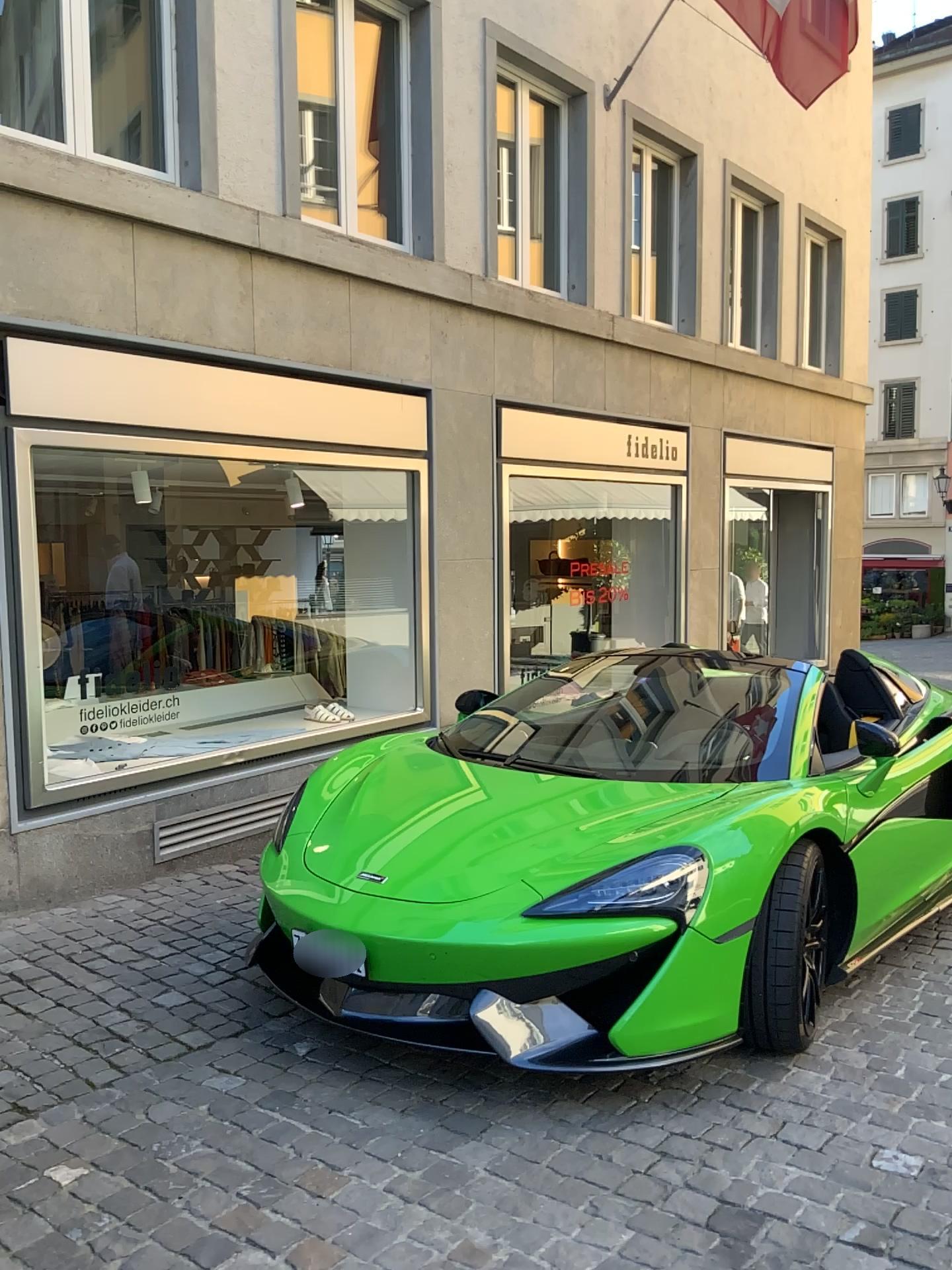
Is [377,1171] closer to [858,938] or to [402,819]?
[402,819]
